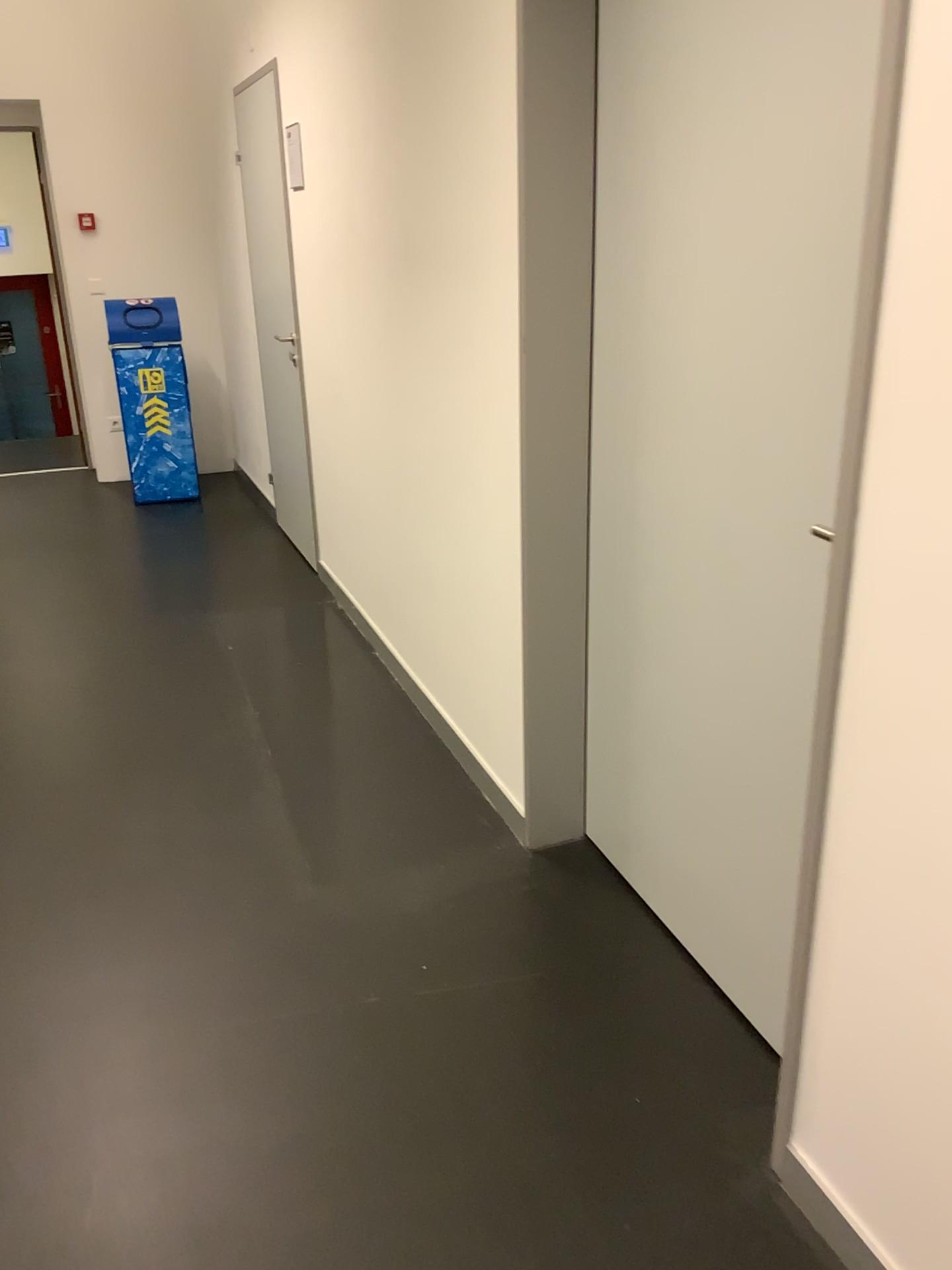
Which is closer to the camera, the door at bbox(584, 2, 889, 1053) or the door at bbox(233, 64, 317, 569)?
the door at bbox(584, 2, 889, 1053)

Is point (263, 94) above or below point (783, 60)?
above

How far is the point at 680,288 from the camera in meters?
1.9

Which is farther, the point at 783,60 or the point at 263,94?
the point at 263,94
